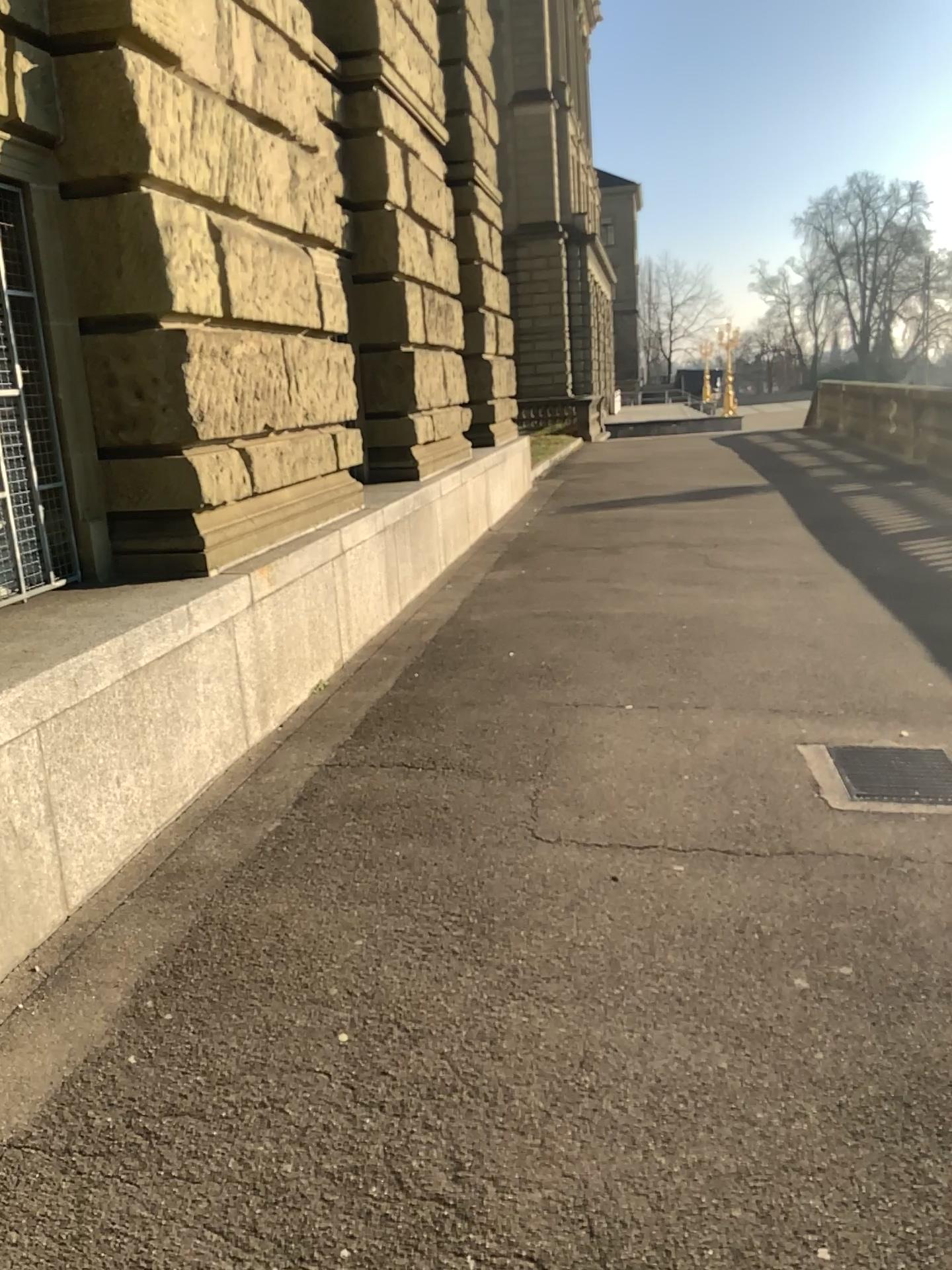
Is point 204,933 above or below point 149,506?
below
